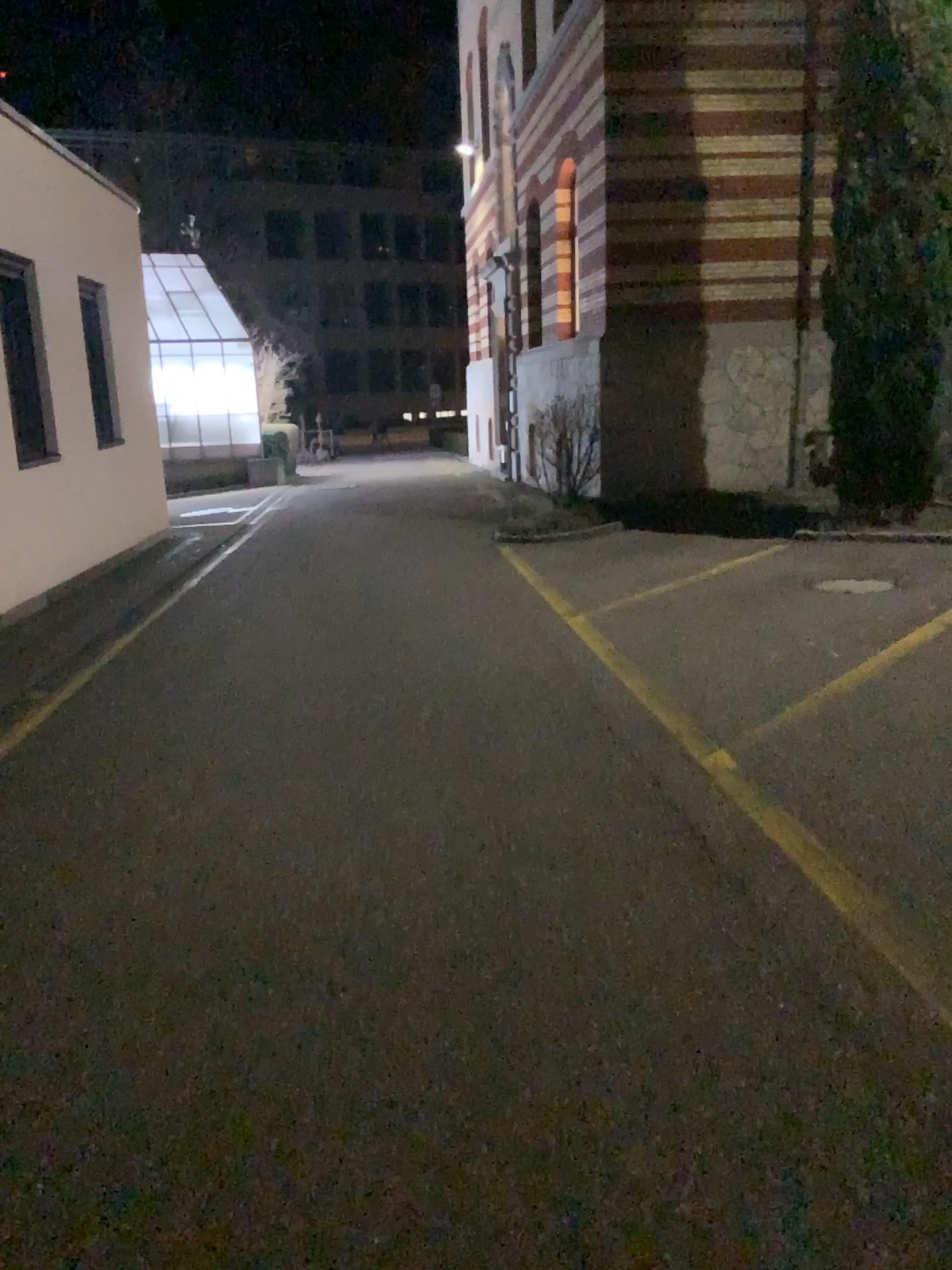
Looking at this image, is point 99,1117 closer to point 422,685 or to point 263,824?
point 263,824
